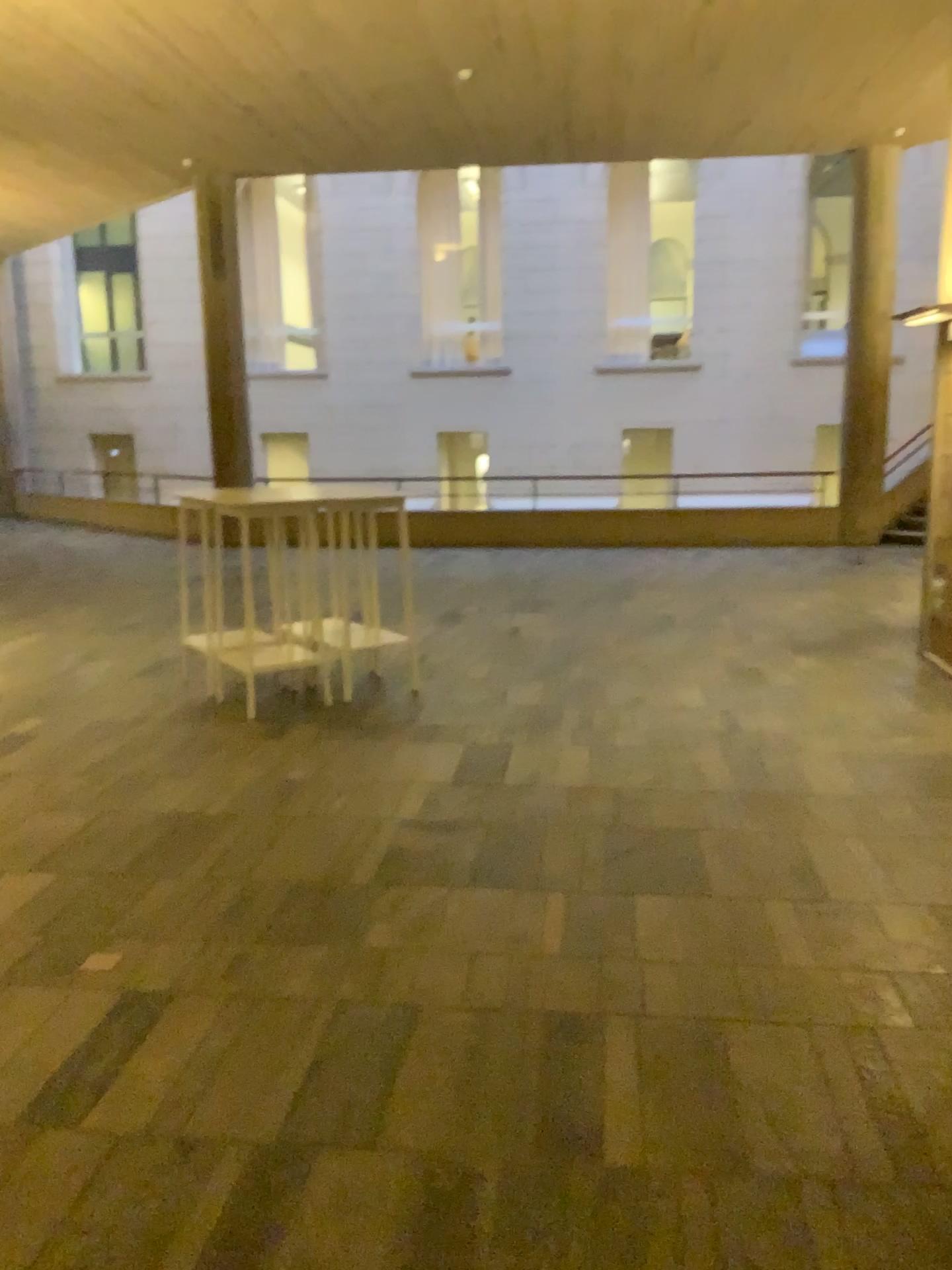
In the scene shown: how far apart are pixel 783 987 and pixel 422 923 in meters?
1.1 m
